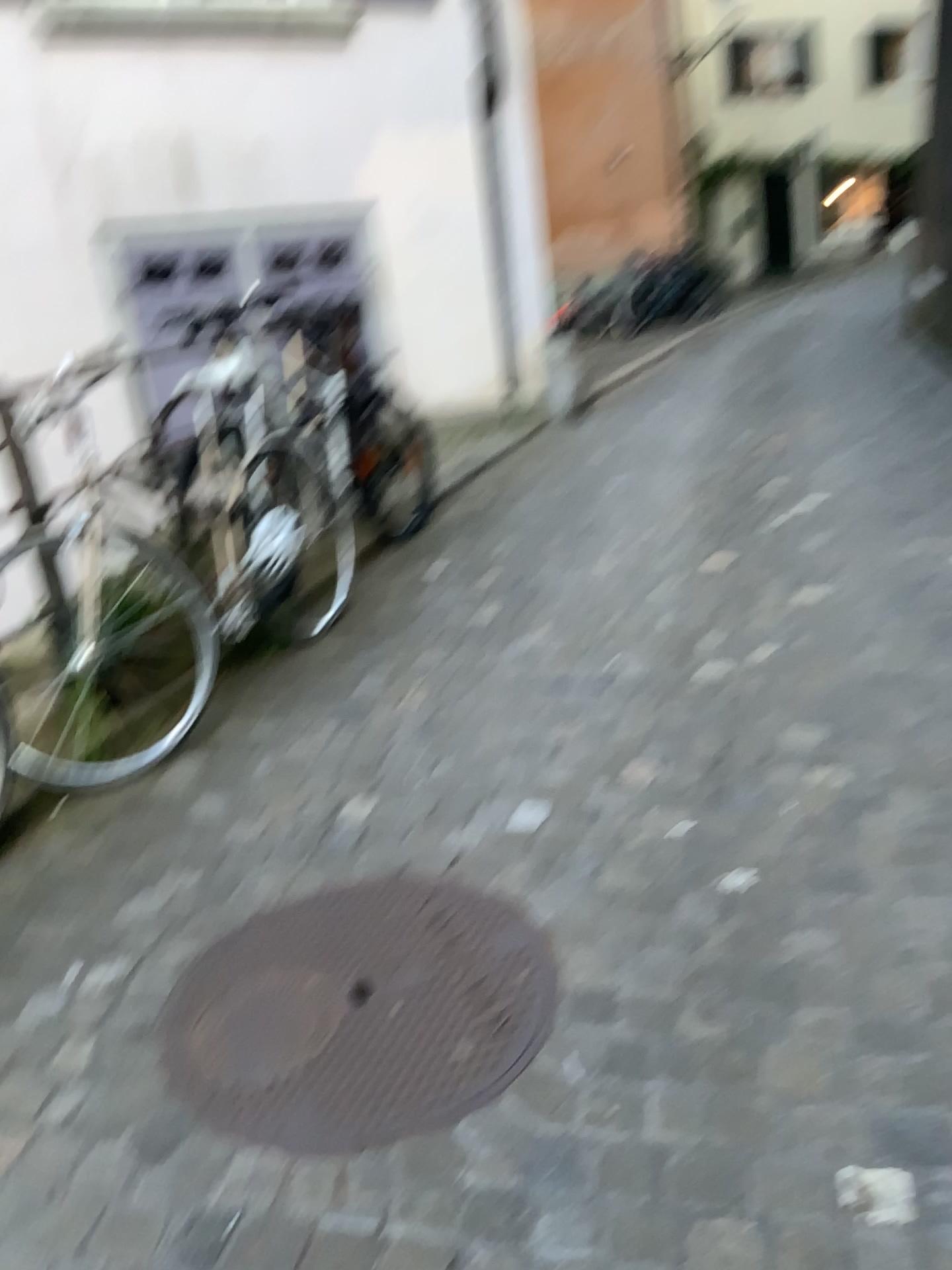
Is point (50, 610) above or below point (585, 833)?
above

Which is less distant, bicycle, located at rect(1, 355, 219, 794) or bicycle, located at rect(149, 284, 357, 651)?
bicycle, located at rect(1, 355, 219, 794)

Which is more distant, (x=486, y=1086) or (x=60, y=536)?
(x=60, y=536)

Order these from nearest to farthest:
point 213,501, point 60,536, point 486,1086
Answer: point 486,1086
point 60,536
point 213,501

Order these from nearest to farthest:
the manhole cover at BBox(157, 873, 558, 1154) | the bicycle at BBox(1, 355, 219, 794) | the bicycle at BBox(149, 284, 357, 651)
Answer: the manhole cover at BBox(157, 873, 558, 1154)
the bicycle at BBox(1, 355, 219, 794)
the bicycle at BBox(149, 284, 357, 651)

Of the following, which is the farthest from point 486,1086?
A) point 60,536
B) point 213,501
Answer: point 213,501

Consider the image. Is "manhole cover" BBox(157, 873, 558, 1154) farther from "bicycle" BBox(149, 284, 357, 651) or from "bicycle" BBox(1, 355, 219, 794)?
"bicycle" BBox(149, 284, 357, 651)

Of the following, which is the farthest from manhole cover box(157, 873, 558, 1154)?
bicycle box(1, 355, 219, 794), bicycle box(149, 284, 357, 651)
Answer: bicycle box(149, 284, 357, 651)

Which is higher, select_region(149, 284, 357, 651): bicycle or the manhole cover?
select_region(149, 284, 357, 651): bicycle
